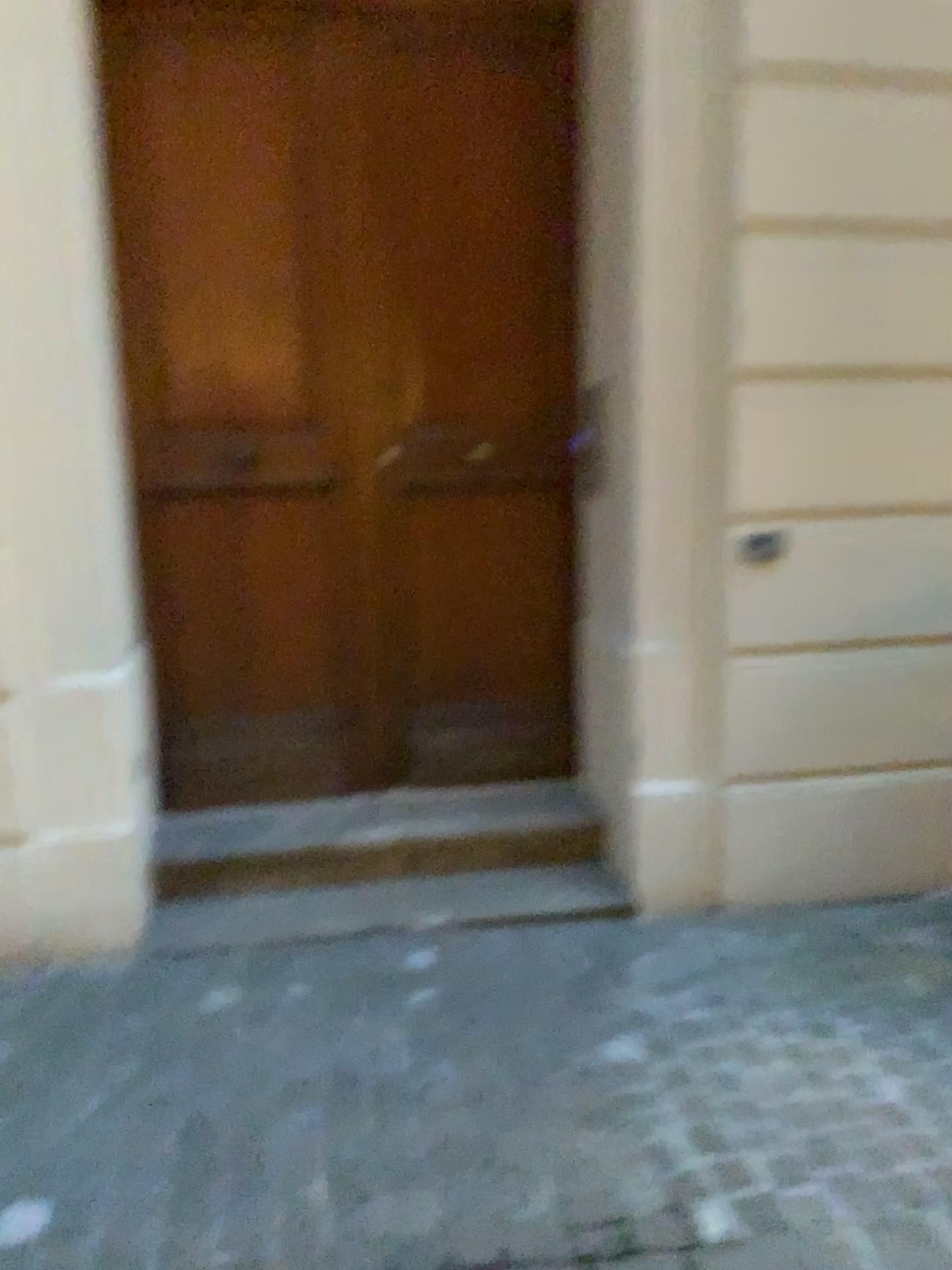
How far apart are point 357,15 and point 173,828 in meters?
2.4 m

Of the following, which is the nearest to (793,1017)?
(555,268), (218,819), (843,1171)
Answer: (843,1171)

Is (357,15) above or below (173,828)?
above

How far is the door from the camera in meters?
3.1

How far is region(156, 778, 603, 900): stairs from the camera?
3.11m

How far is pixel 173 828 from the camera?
3.1m
